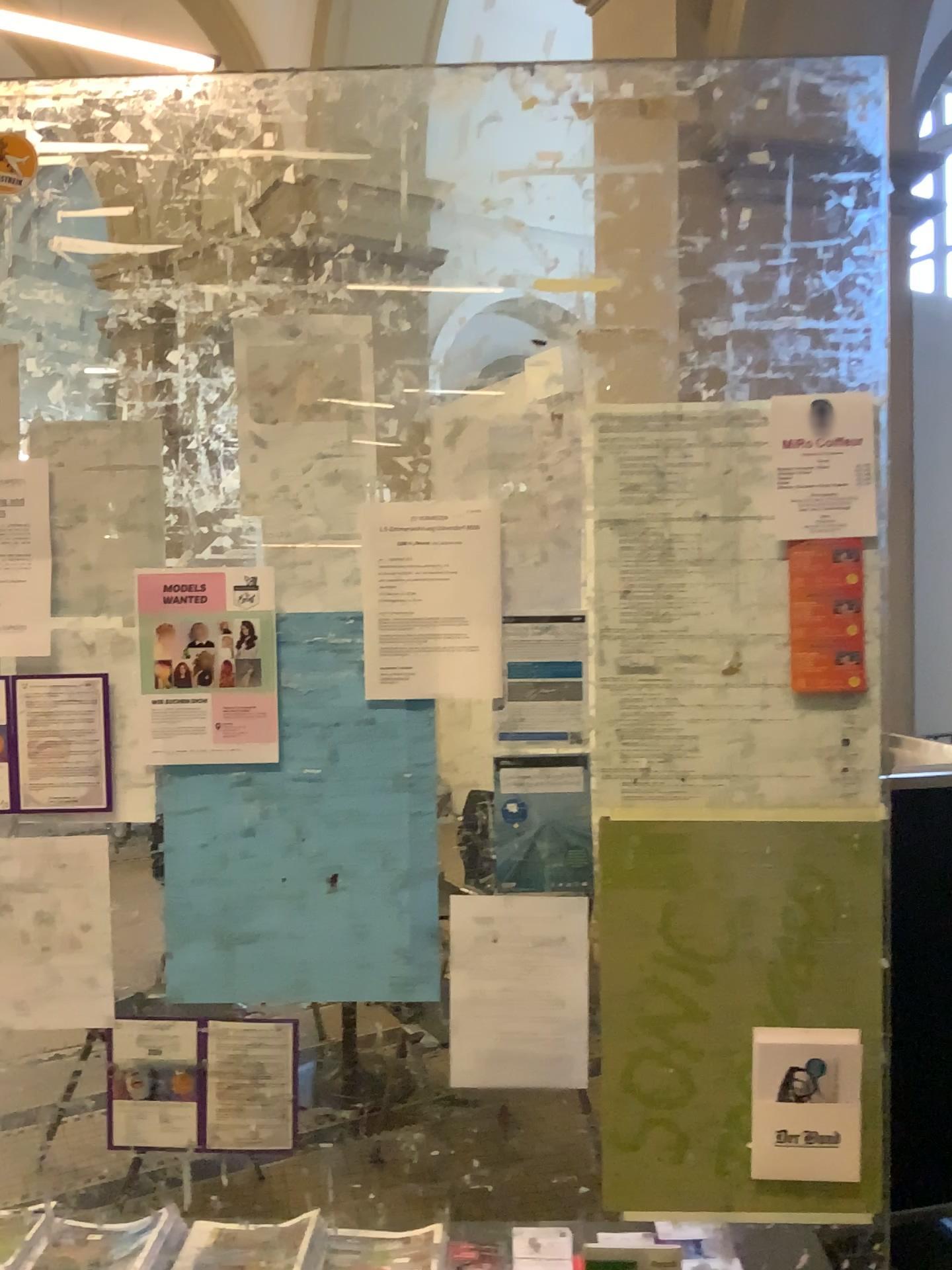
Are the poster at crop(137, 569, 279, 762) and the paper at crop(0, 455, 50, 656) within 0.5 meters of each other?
yes

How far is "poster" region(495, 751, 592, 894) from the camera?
1.6m

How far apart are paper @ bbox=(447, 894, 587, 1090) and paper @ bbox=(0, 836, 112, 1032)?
0.54m

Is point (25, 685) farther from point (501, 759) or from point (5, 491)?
point (501, 759)

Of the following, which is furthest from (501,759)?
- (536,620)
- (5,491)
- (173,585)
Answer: (5,491)

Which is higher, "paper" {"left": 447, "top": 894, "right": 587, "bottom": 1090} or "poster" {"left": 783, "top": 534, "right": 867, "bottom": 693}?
"poster" {"left": 783, "top": 534, "right": 867, "bottom": 693}

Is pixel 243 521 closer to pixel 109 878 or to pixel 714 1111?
pixel 109 878

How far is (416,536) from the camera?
1.57m

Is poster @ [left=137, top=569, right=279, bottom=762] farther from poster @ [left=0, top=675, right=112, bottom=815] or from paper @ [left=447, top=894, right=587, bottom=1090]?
paper @ [left=447, top=894, right=587, bottom=1090]

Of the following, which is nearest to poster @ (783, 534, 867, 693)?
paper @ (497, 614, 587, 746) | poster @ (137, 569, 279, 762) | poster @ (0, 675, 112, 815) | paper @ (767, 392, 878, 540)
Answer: paper @ (767, 392, 878, 540)
